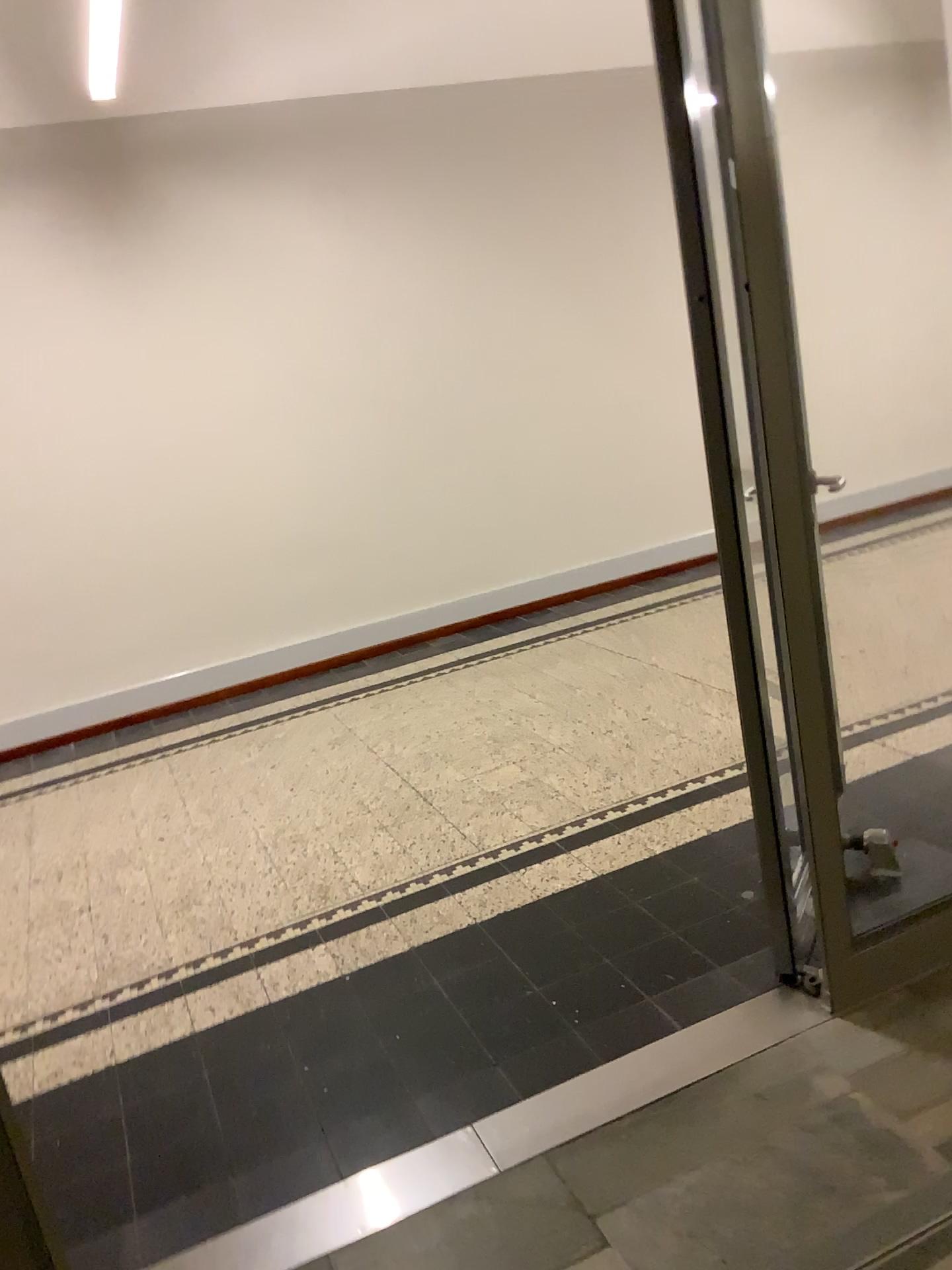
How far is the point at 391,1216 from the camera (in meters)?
2.01

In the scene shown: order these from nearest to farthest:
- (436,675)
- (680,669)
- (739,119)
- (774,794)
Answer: (739,119) < (774,794) < (680,669) < (436,675)

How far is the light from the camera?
2.01m
